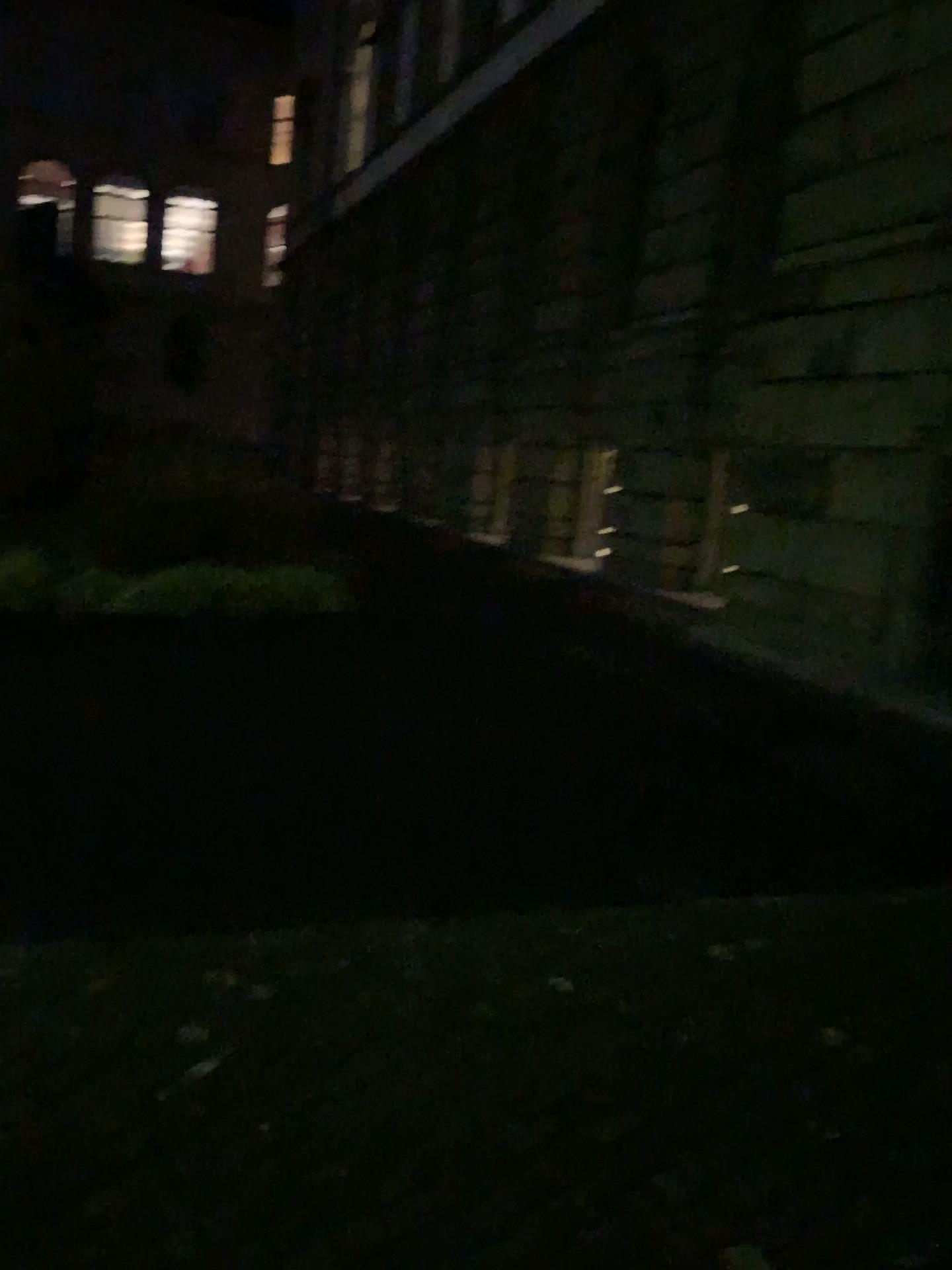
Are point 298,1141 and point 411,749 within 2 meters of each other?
no
